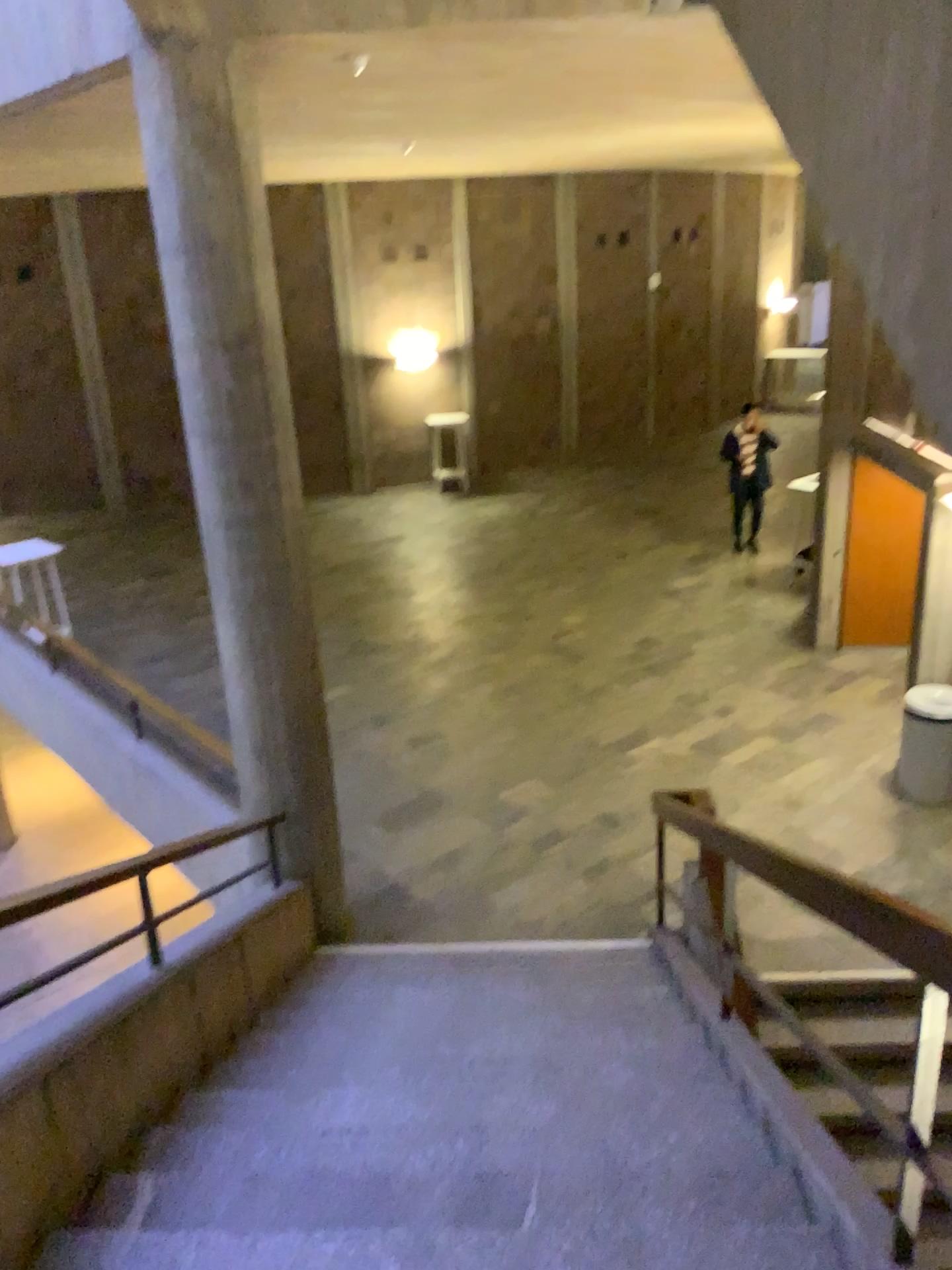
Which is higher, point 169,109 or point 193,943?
point 169,109
